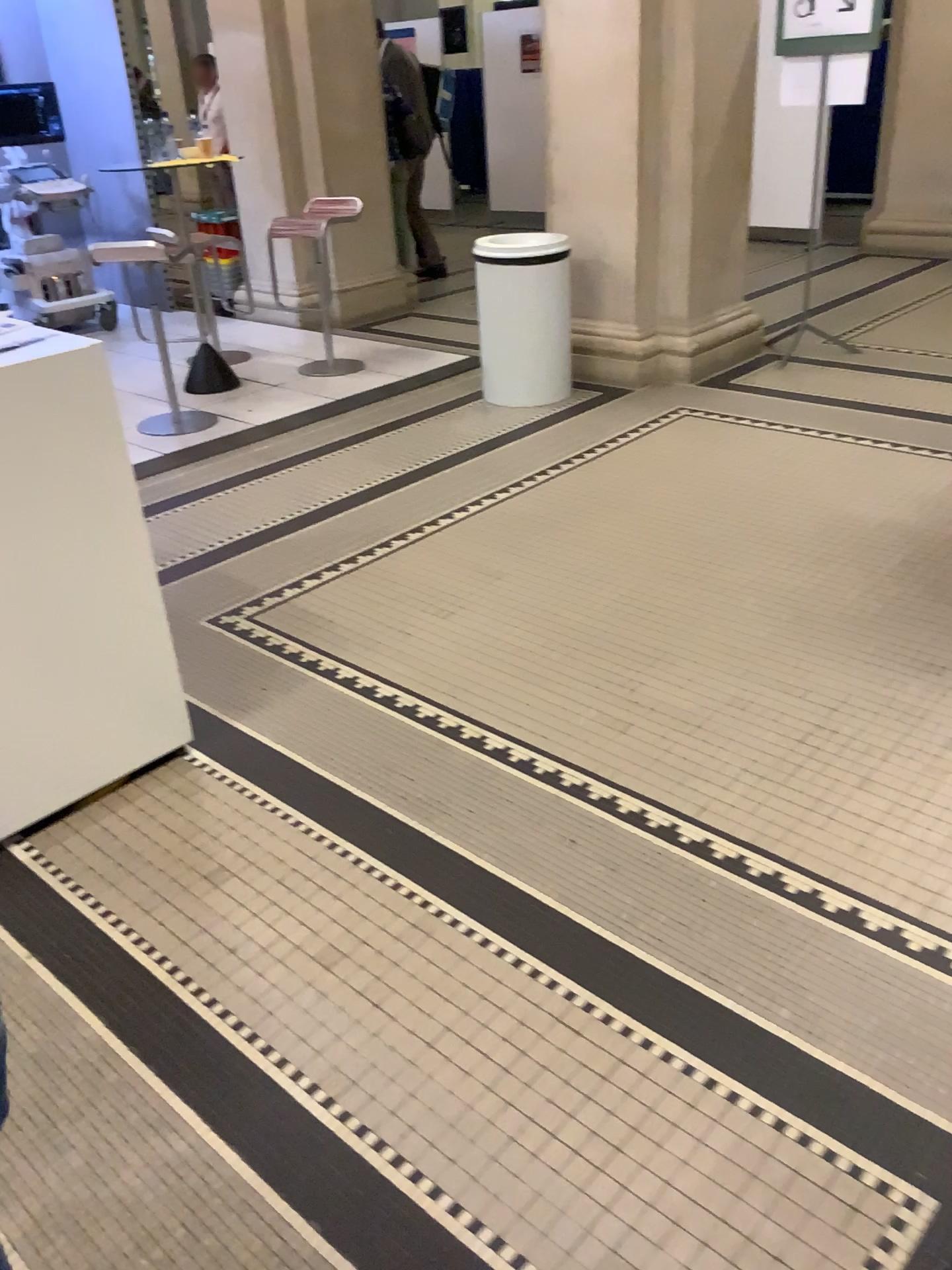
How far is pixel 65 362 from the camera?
2.1m

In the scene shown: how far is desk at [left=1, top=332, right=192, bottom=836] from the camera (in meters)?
2.11

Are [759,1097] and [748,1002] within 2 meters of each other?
yes
